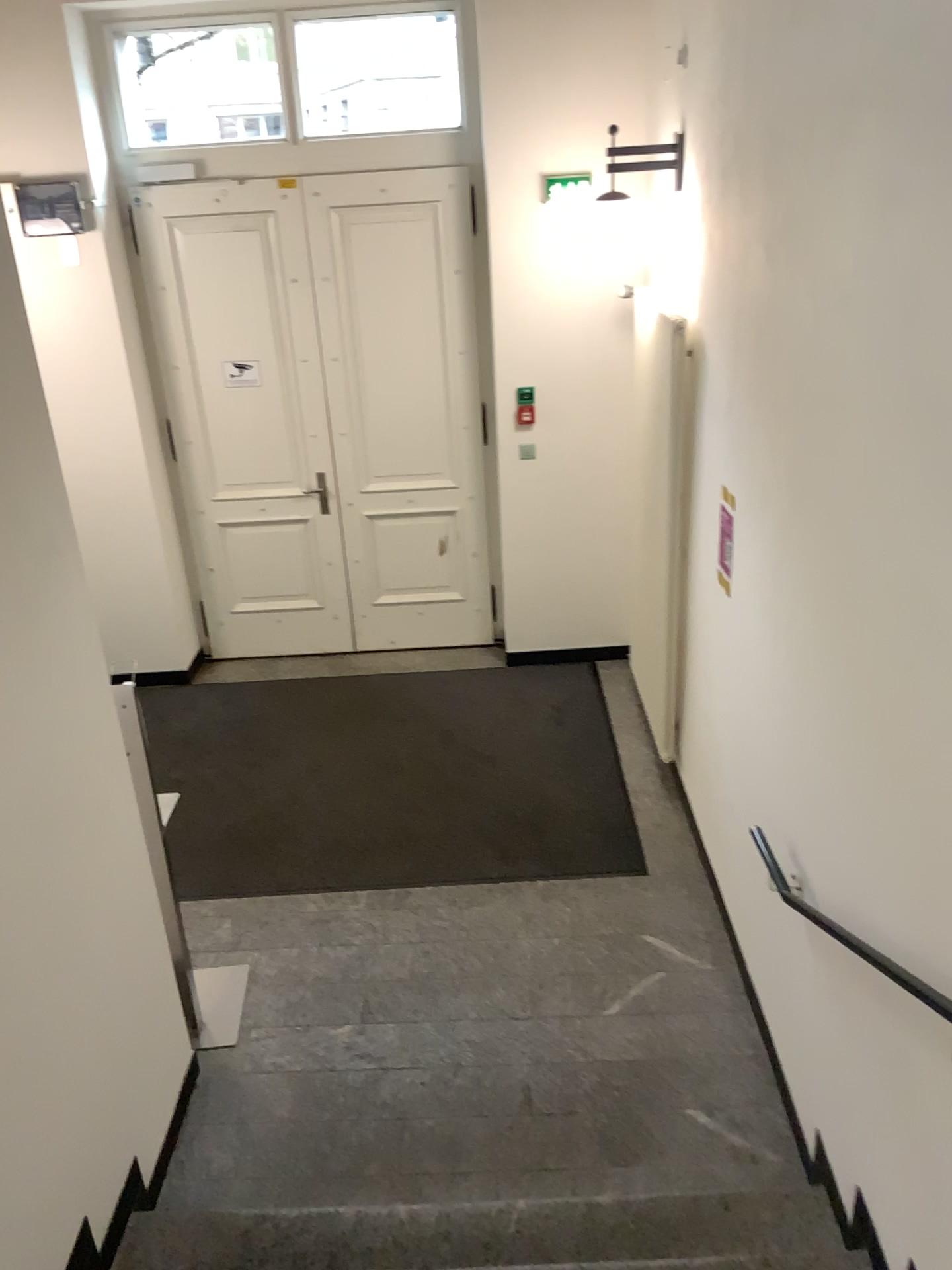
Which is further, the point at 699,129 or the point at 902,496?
the point at 699,129

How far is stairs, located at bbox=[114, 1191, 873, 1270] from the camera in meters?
2.7

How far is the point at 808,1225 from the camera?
2.7m
